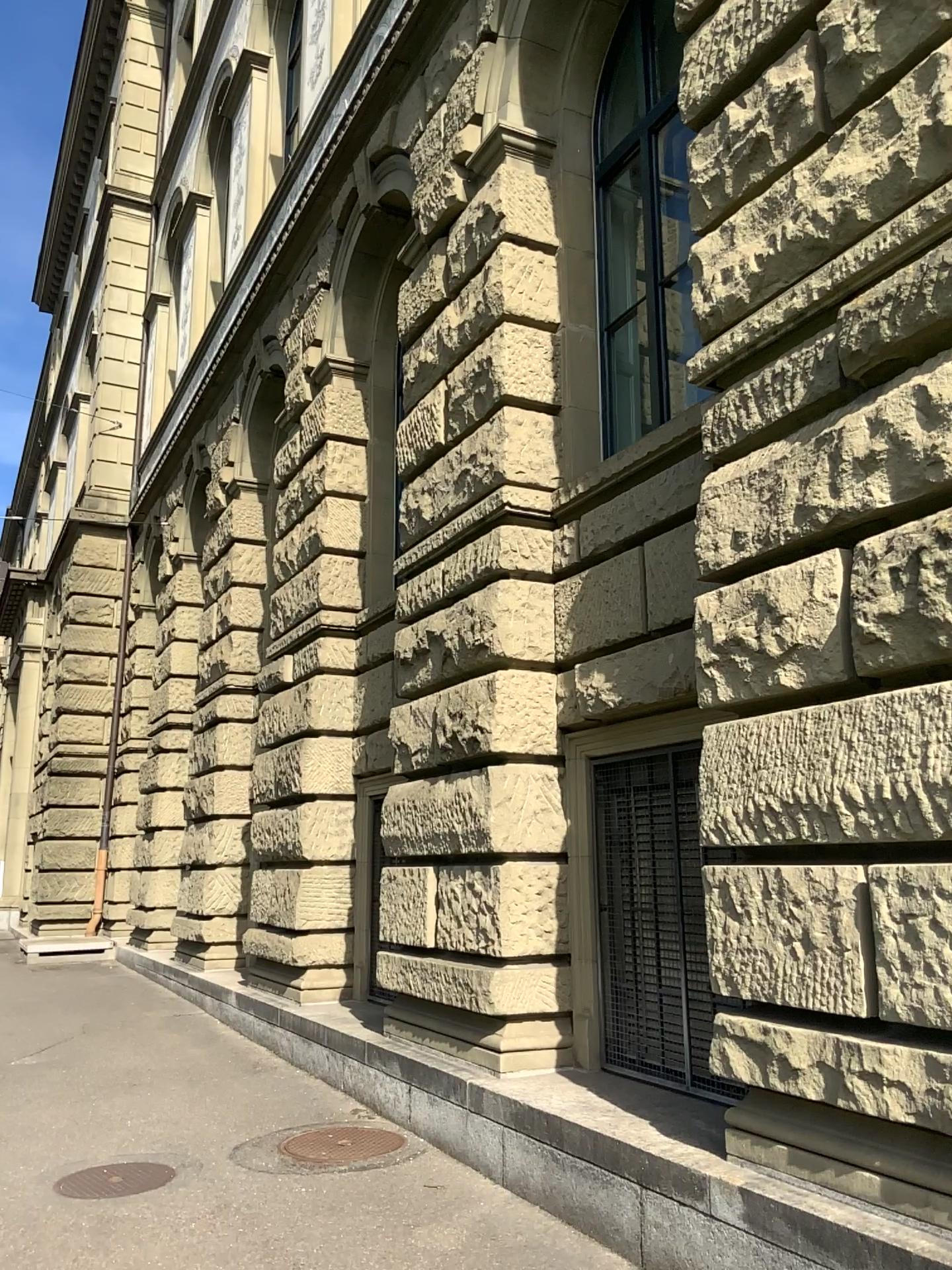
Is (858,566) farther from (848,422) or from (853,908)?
(853,908)
